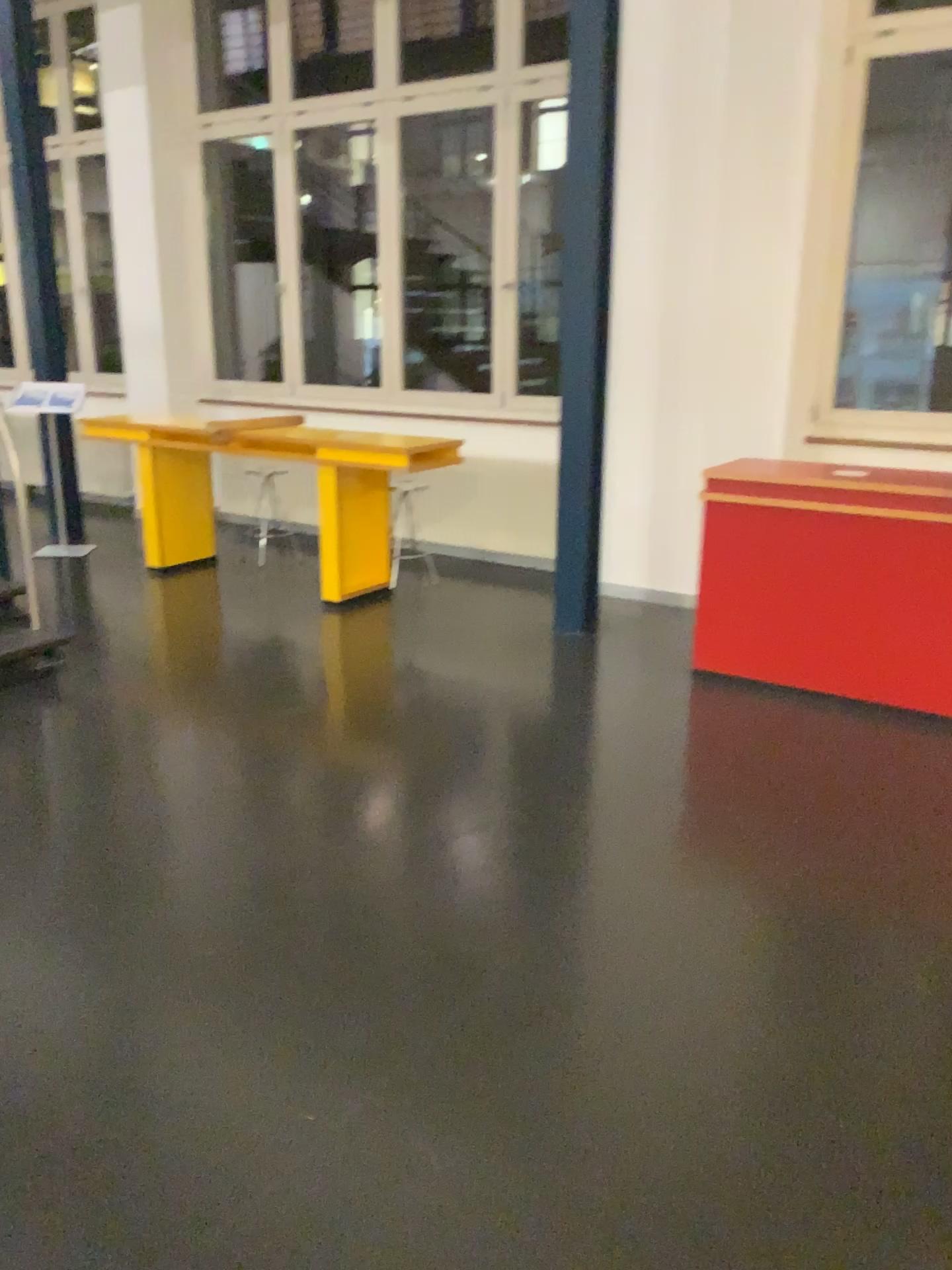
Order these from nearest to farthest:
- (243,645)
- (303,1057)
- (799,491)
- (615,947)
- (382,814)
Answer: (303,1057) → (615,947) → (382,814) → (799,491) → (243,645)
